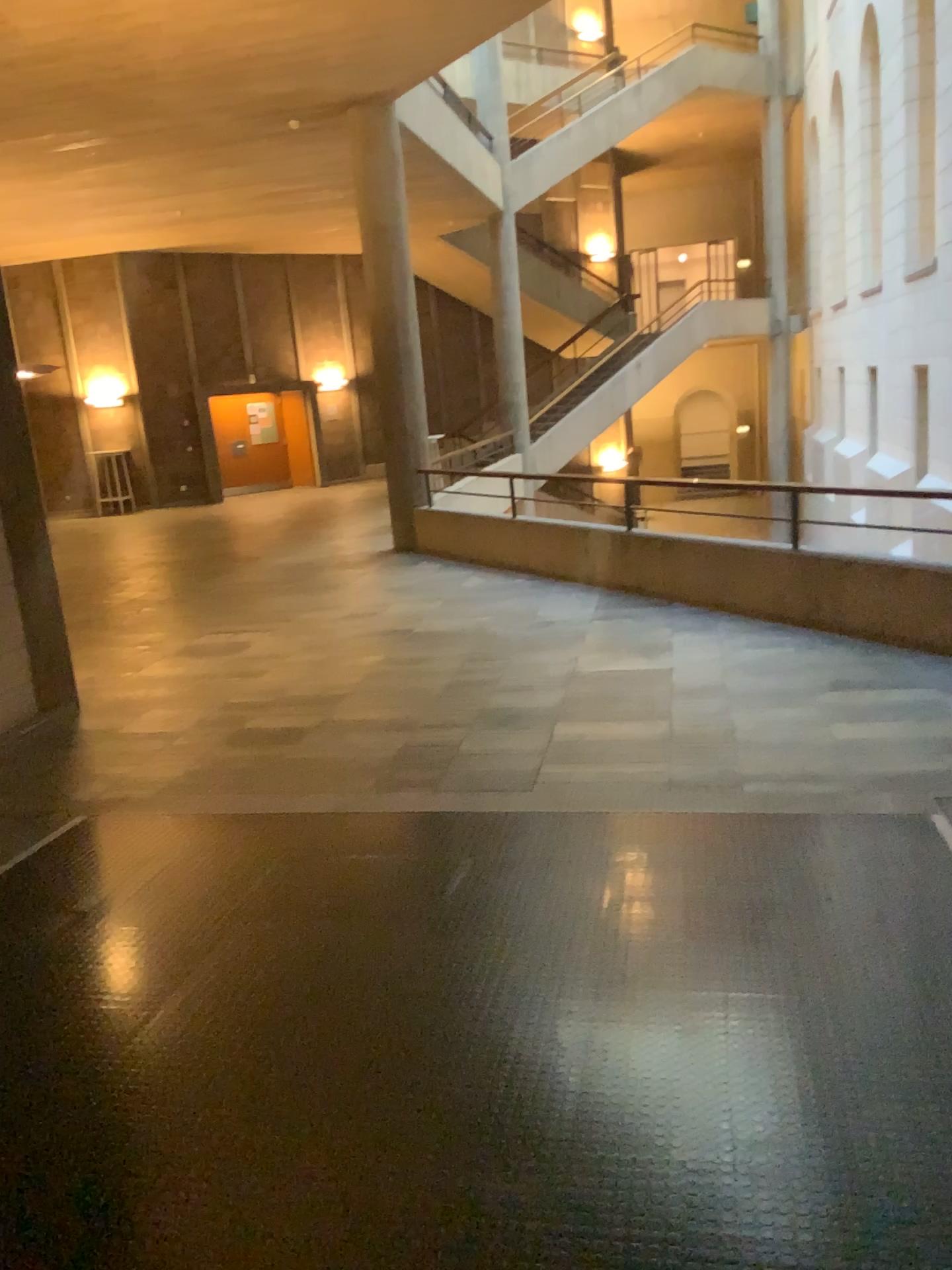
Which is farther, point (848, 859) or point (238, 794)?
point (238, 794)
